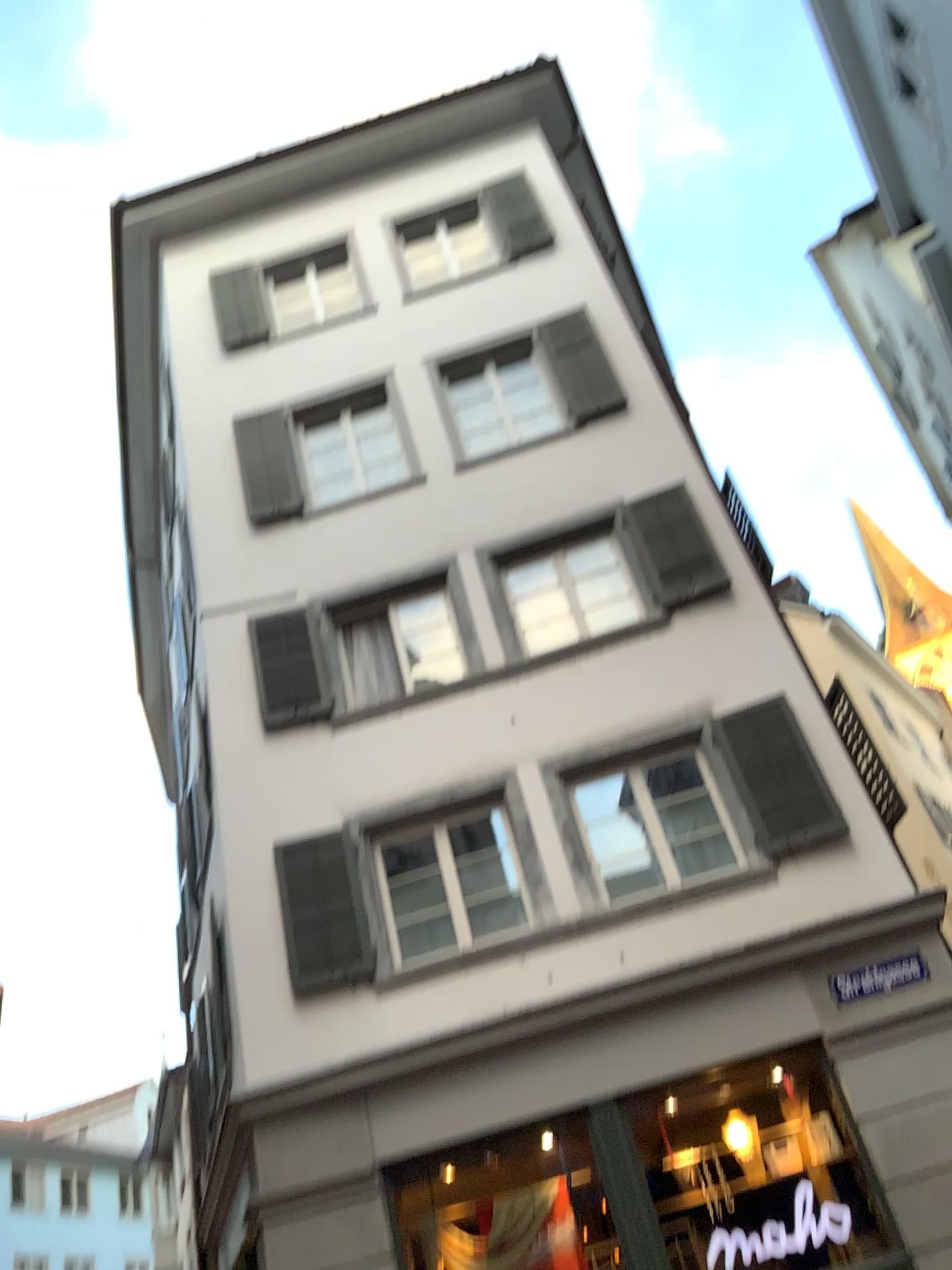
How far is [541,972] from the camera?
2.1m
